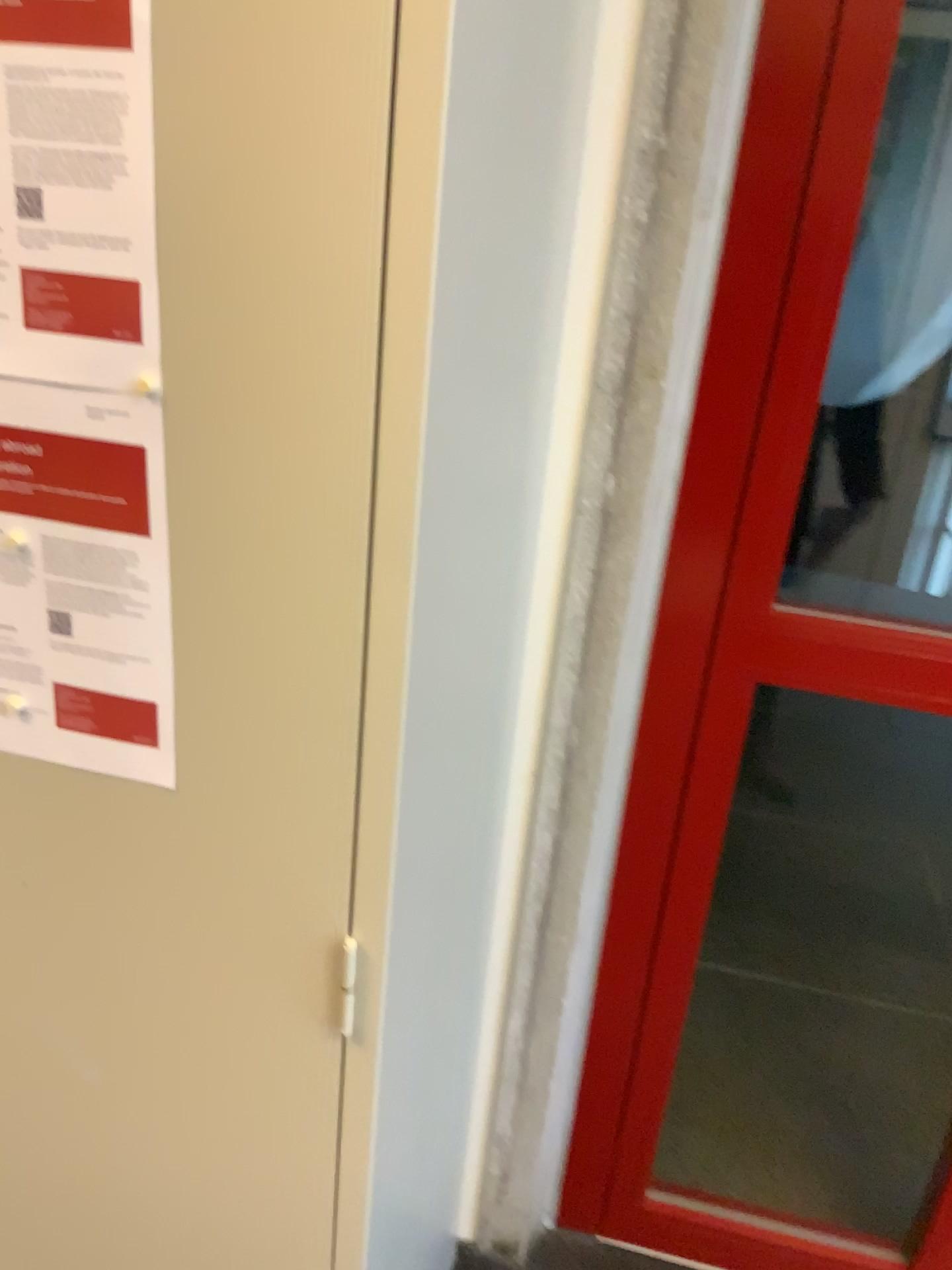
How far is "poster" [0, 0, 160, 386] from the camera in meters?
0.6 m

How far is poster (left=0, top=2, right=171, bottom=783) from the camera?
0.6 meters

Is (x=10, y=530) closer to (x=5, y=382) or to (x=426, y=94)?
(x=5, y=382)

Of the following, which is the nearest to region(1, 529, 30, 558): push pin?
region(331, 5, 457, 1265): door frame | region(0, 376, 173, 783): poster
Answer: region(0, 376, 173, 783): poster

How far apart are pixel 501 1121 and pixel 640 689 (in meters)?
0.71

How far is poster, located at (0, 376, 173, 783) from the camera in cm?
72

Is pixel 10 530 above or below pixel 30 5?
below

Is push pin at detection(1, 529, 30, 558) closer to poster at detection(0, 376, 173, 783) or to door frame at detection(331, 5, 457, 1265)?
poster at detection(0, 376, 173, 783)

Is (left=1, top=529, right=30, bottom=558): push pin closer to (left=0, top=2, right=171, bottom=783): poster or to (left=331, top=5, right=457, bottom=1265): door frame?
(left=0, top=2, right=171, bottom=783): poster

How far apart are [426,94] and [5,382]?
0.35m
